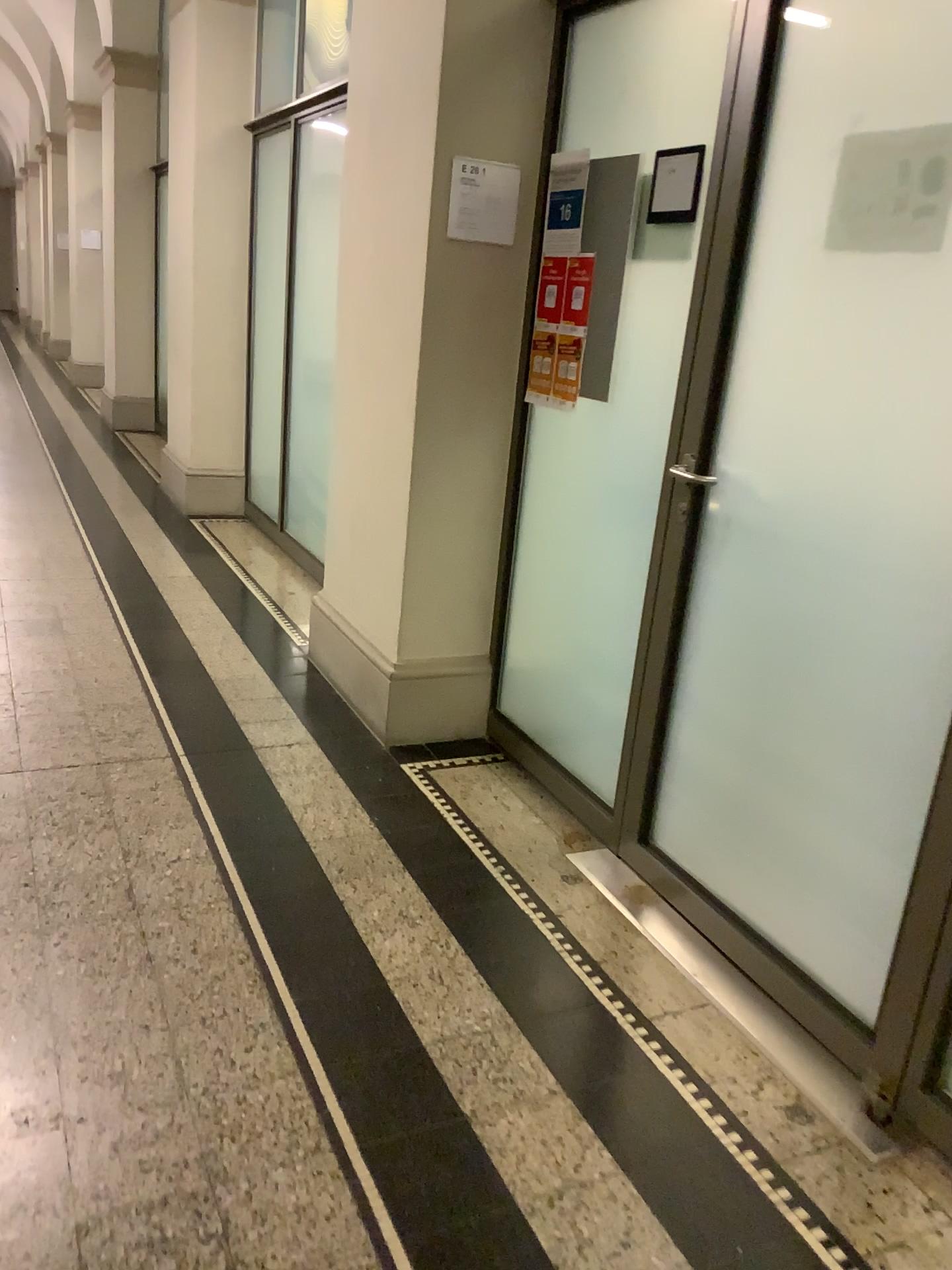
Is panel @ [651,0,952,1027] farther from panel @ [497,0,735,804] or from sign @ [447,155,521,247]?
sign @ [447,155,521,247]

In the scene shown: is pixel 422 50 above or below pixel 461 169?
above

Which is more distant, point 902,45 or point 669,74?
point 669,74

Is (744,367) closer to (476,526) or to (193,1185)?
(476,526)

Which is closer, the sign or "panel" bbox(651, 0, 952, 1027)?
"panel" bbox(651, 0, 952, 1027)

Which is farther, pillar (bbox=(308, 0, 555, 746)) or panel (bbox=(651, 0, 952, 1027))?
pillar (bbox=(308, 0, 555, 746))

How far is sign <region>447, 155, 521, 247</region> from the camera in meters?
2.9

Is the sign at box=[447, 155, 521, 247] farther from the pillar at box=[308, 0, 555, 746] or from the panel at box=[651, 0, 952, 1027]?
the panel at box=[651, 0, 952, 1027]

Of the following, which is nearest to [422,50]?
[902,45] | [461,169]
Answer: [461,169]

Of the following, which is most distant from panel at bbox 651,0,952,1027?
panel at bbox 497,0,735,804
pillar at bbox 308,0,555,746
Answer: pillar at bbox 308,0,555,746
